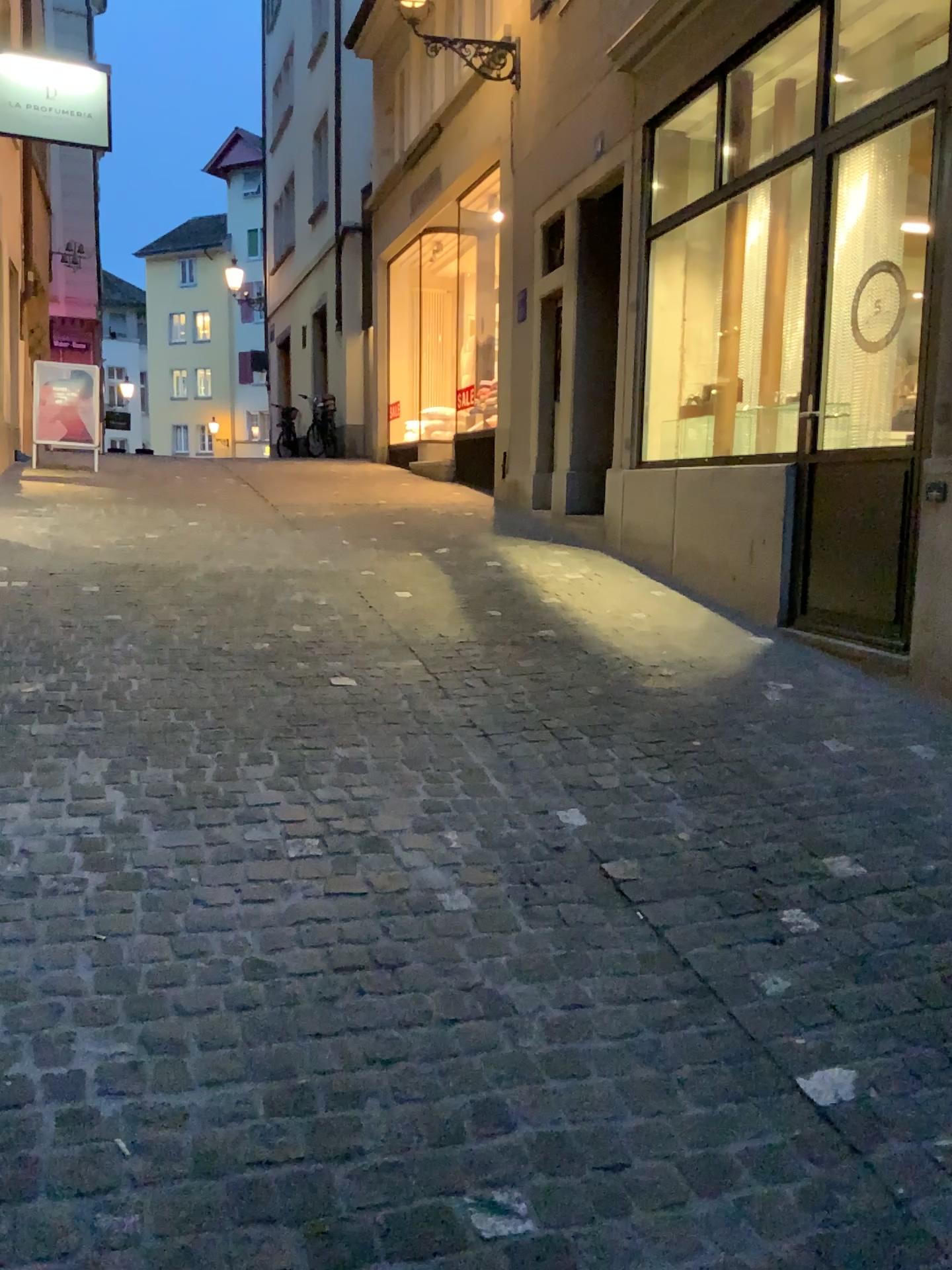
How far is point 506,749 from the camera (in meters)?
3.62
